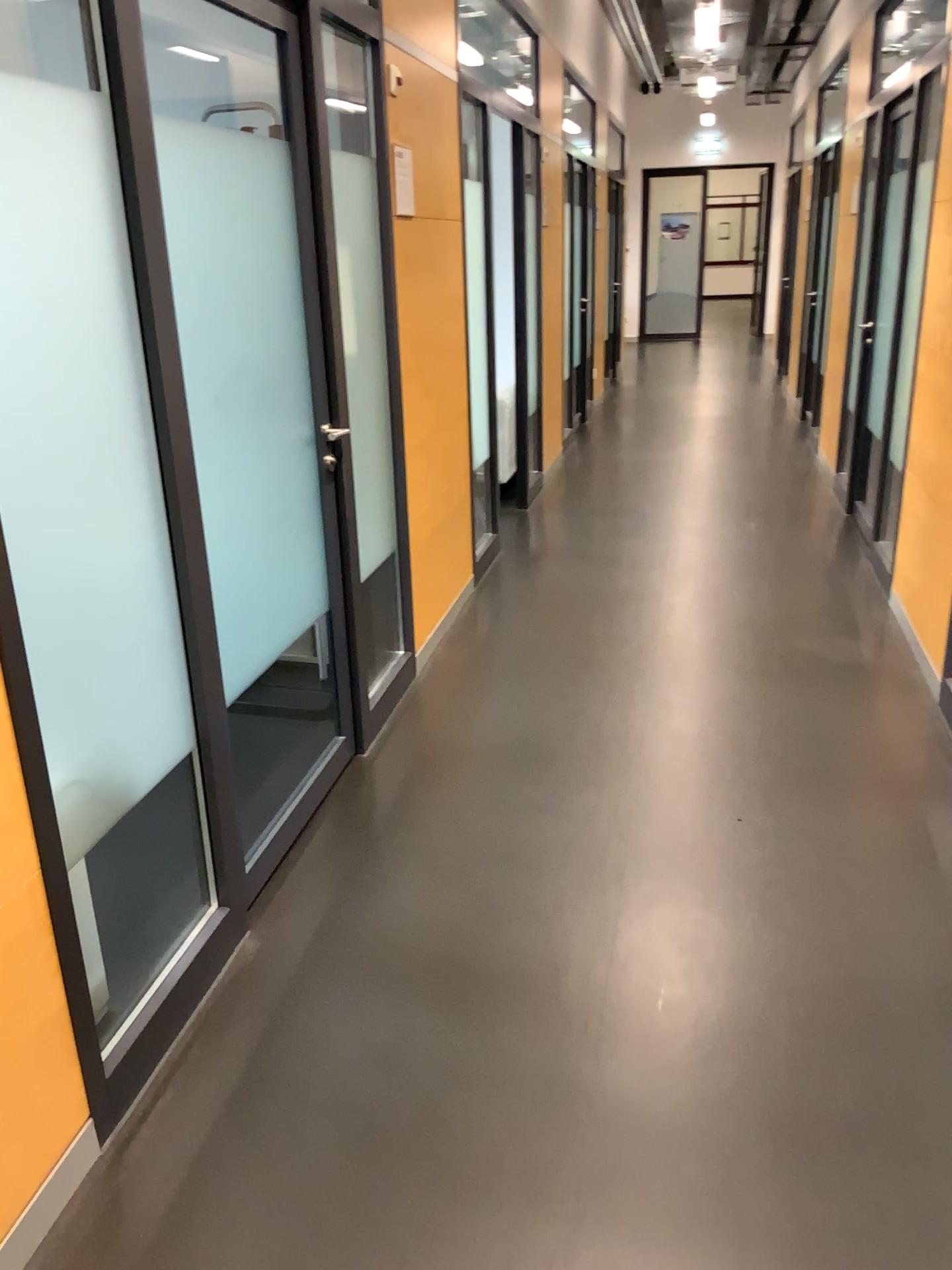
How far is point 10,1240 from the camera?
1.7m

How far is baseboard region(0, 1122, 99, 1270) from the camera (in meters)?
1.65

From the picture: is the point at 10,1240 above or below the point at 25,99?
below

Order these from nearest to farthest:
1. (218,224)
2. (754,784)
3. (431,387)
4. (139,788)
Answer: (139,788) < (218,224) < (754,784) < (431,387)
